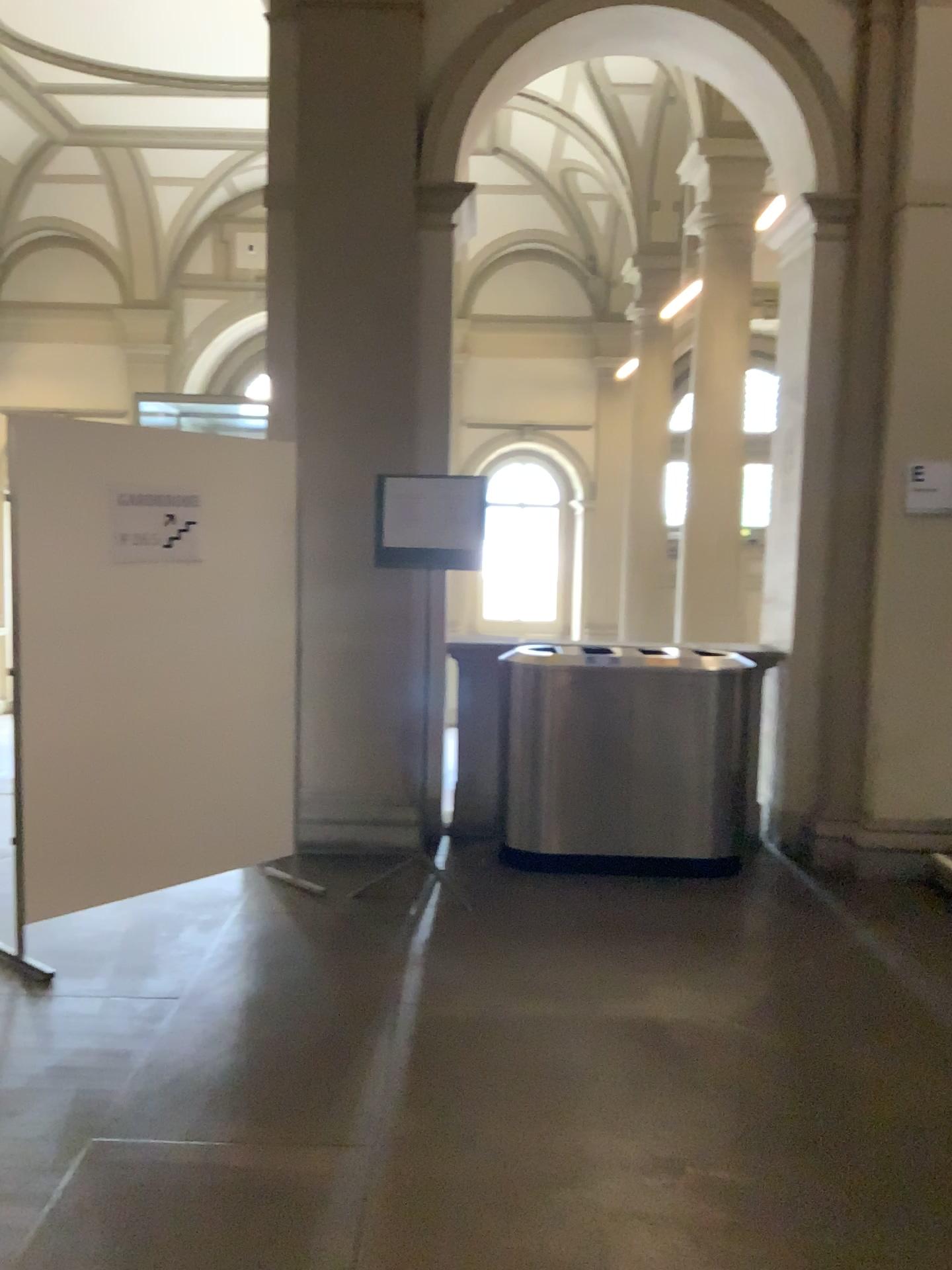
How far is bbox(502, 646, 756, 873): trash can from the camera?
4.9 meters

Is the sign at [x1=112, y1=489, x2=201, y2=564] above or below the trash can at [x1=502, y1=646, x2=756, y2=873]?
above

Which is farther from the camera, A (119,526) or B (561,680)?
B (561,680)

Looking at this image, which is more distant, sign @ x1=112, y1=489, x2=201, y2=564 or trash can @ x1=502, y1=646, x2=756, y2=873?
trash can @ x1=502, y1=646, x2=756, y2=873

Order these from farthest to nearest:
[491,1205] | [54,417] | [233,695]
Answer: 1. [233,695]
2. [54,417]
3. [491,1205]

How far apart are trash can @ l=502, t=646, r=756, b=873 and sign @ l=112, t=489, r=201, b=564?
1.6 meters

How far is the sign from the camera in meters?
3.9

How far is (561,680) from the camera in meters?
4.9

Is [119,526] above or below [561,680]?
above
